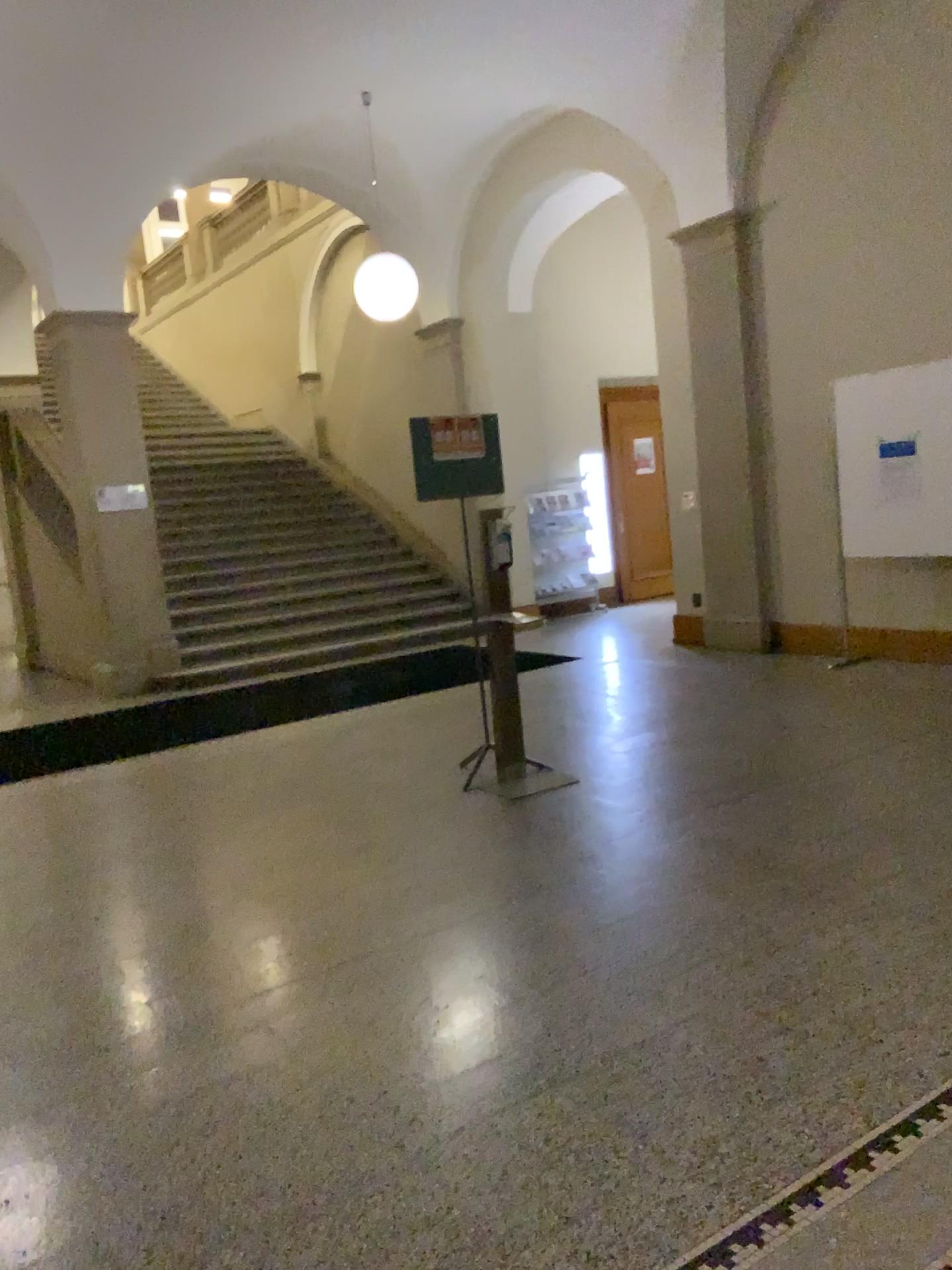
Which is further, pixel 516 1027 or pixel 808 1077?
pixel 516 1027
